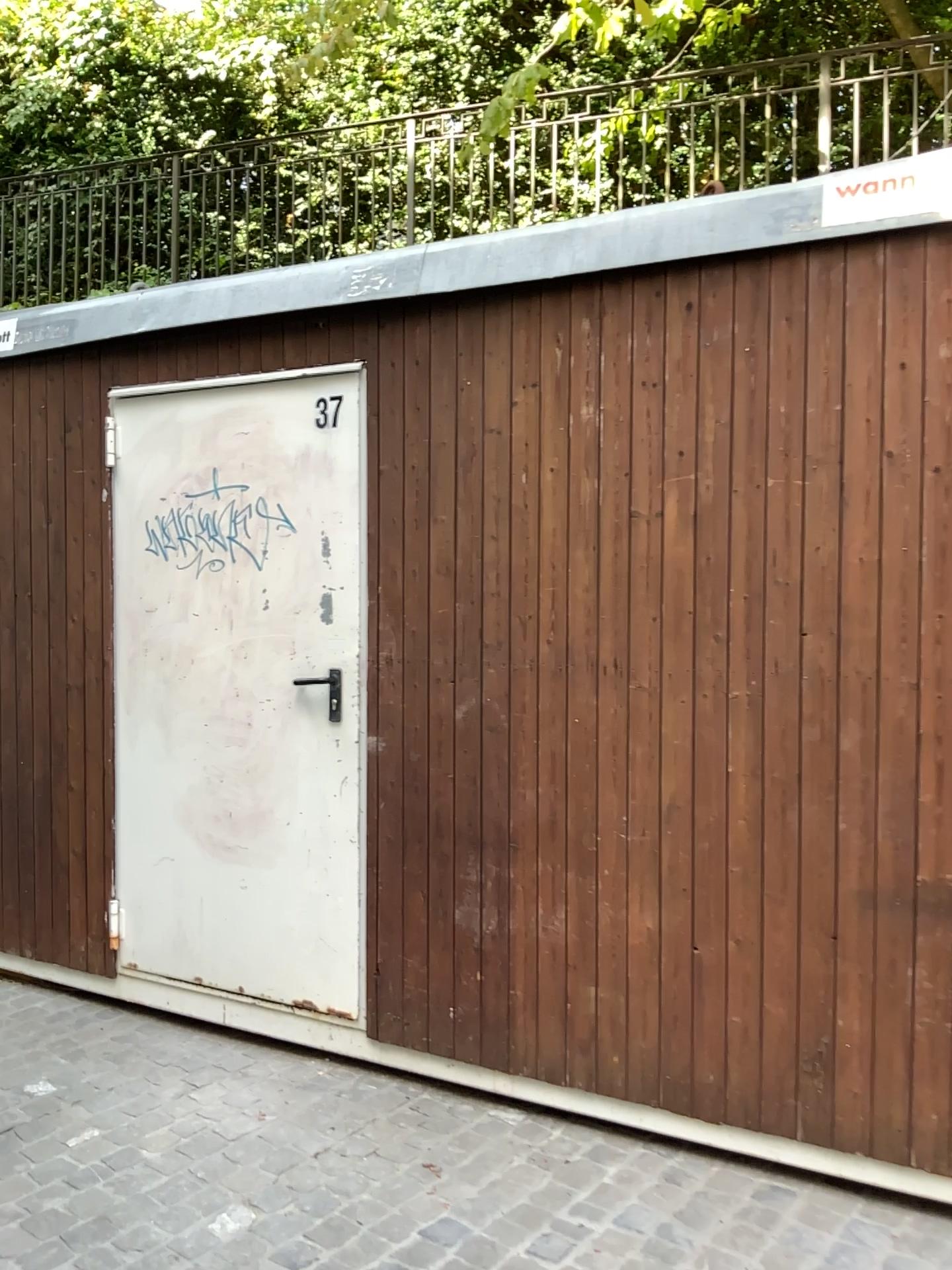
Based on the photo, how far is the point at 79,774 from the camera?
3.79m
